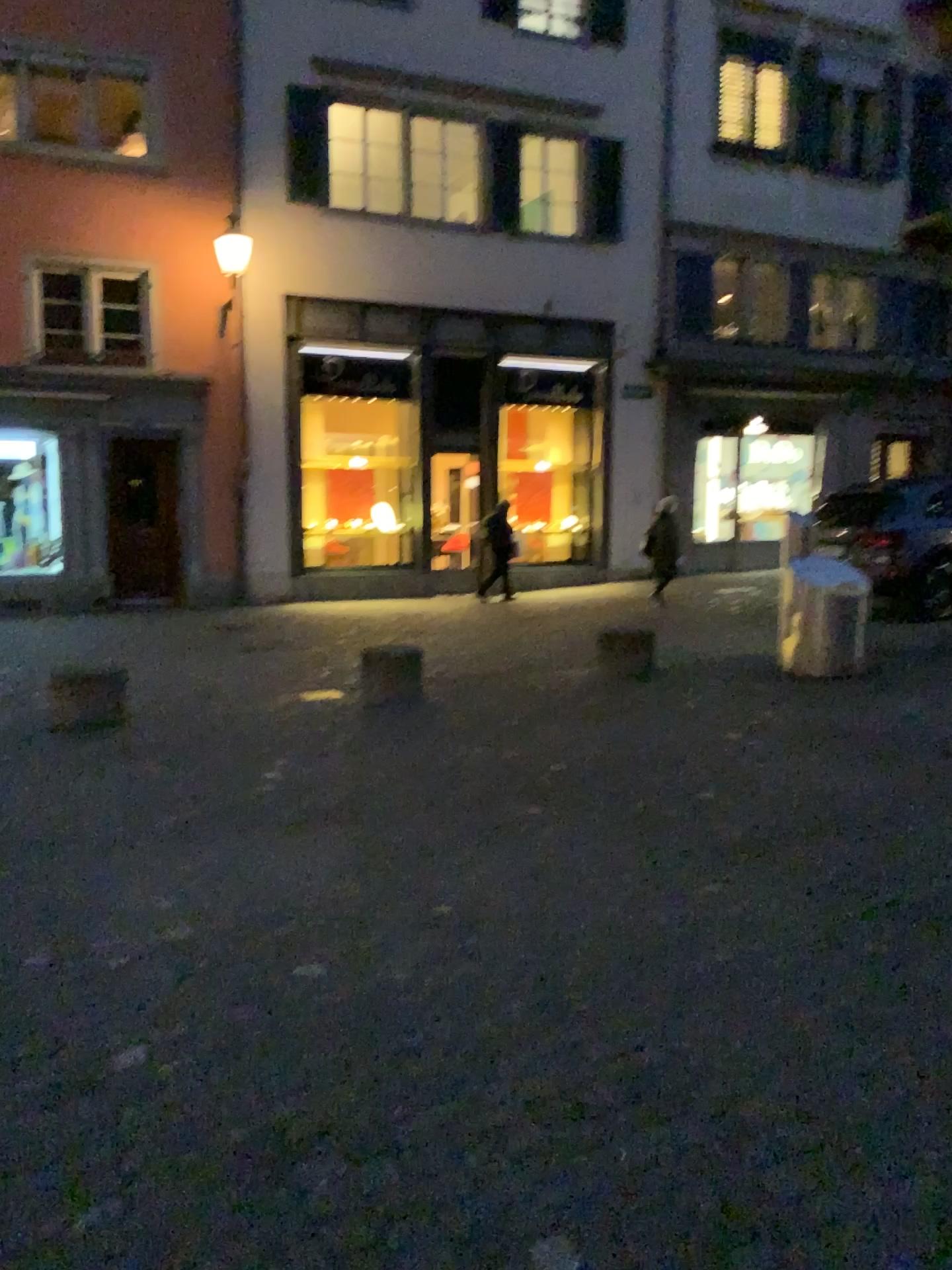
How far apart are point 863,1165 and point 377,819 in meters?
2.9 m
